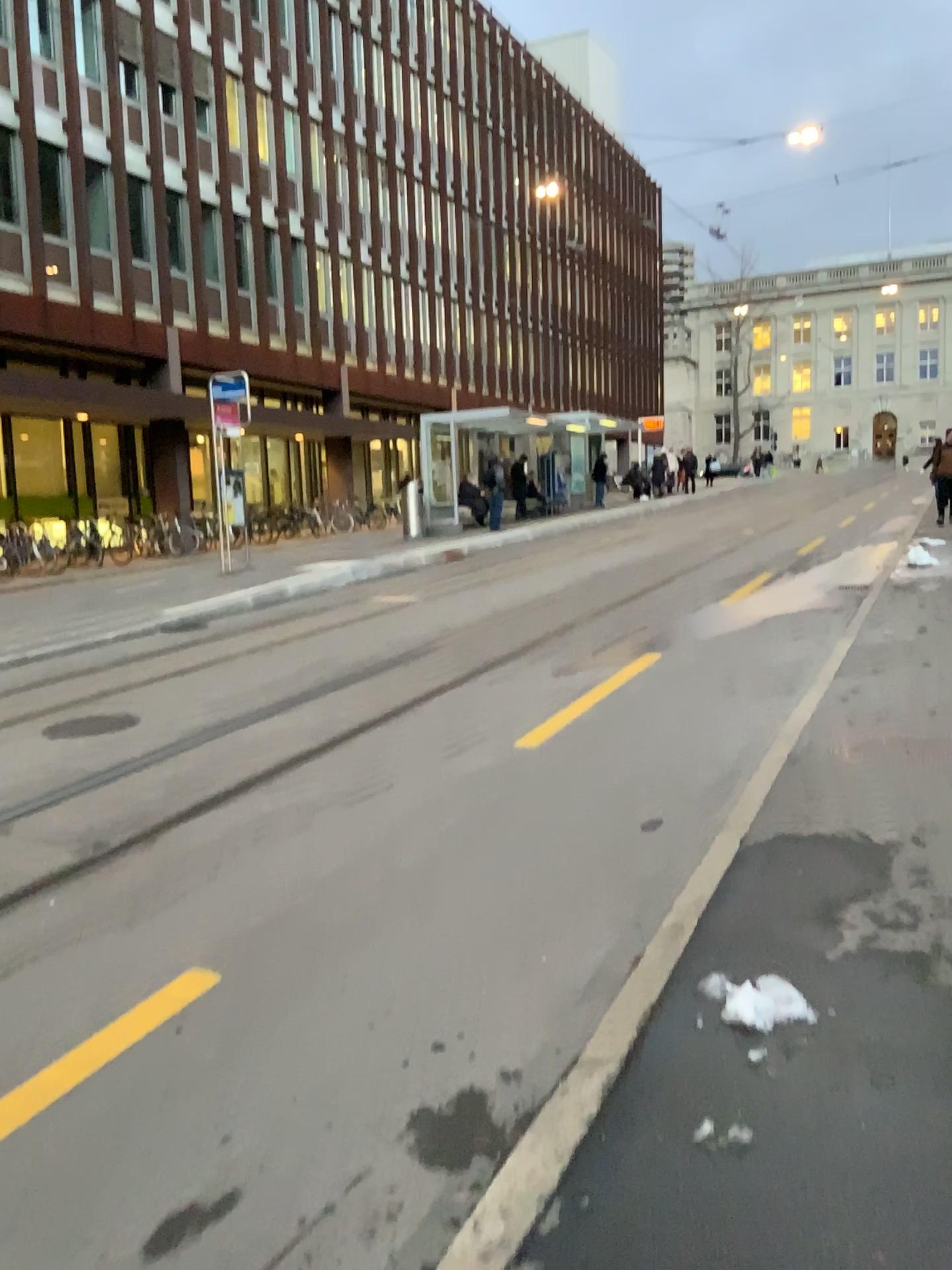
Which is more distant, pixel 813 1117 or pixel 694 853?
pixel 694 853
